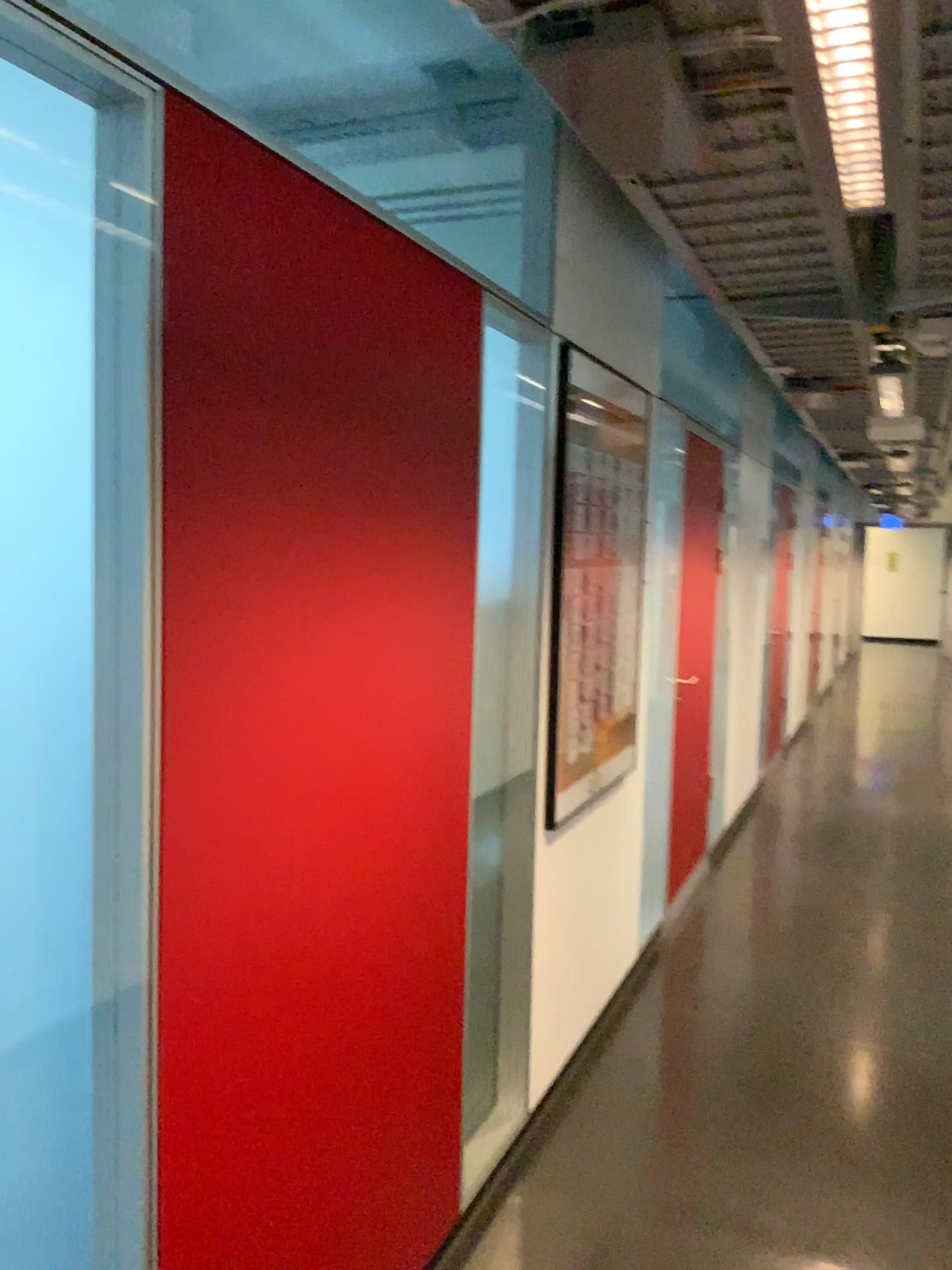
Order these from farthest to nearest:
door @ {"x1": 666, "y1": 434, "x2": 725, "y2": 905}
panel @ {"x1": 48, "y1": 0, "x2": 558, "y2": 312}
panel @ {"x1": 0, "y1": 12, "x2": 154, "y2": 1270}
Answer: door @ {"x1": 666, "y1": 434, "x2": 725, "y2": 905} → panel @ {"x1": 48, "y1": 0, "x2": 558, "y2": 312} → panel @ {"x1": 0, "y1": 12, "x2": 154, "y2": 1270}

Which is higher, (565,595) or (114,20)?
(114,20)

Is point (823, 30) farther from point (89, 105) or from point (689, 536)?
point (689, 536)

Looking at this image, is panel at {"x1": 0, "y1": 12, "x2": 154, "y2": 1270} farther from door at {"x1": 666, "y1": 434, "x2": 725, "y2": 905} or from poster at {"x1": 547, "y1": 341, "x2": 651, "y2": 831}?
door at {"x1": 666, "y1": 434, "x2": 725, "y2": 905}

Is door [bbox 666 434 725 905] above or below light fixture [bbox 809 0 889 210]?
below

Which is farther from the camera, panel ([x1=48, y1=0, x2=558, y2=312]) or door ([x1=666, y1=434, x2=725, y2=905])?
door ([x1=666, y1=434, x2=725, y2=905])

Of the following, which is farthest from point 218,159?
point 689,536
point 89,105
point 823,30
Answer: point 689,536

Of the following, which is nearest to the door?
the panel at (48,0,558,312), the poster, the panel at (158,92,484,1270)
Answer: the poster

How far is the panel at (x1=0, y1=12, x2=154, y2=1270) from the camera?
1.29m

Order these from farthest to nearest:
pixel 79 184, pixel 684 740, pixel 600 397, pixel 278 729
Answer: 1. pixel 684 740
2. pixel 600 397
3. pixel 278 729
4. pixel 79 184
